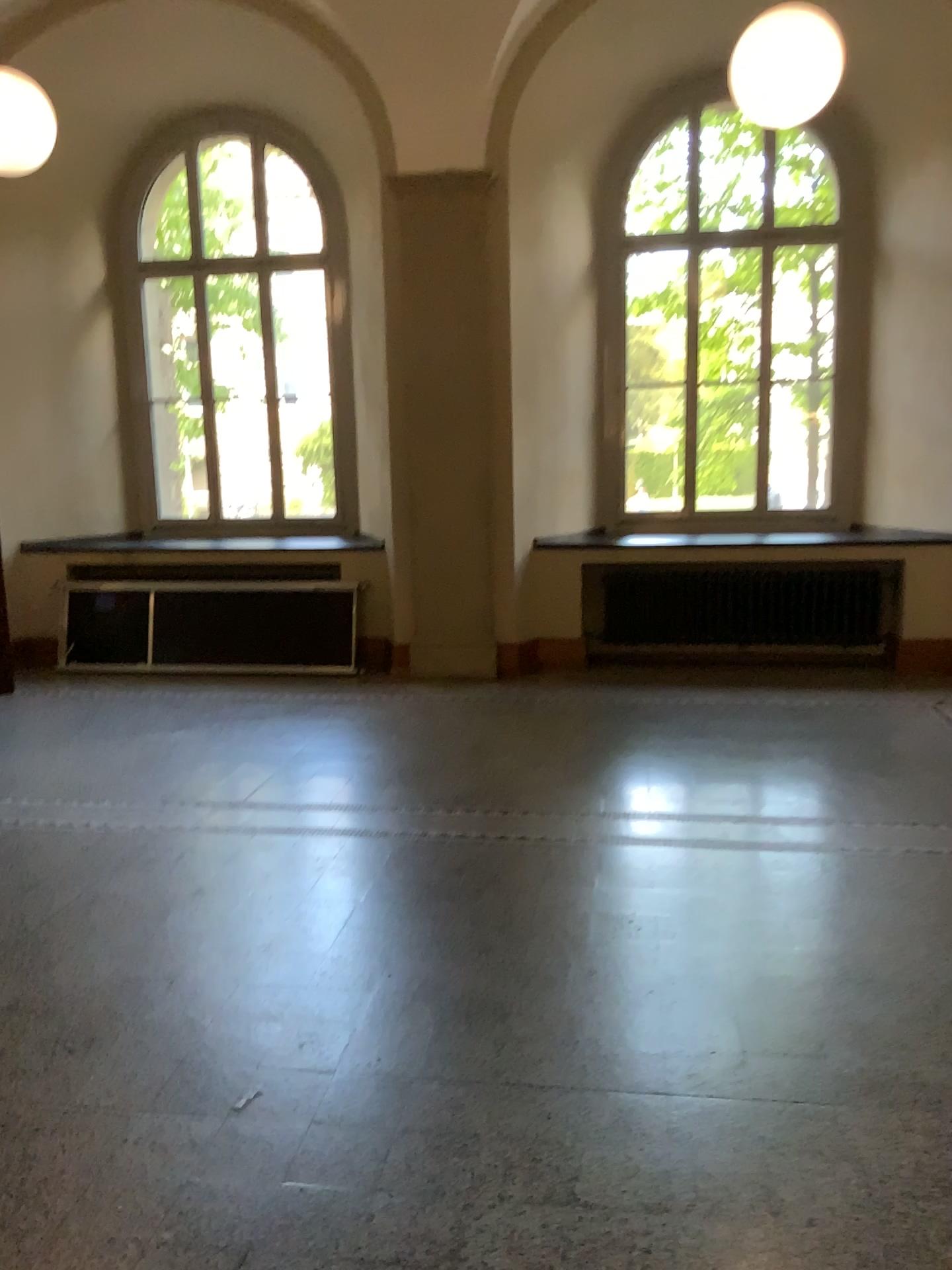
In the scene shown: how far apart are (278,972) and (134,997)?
0.4 meters
